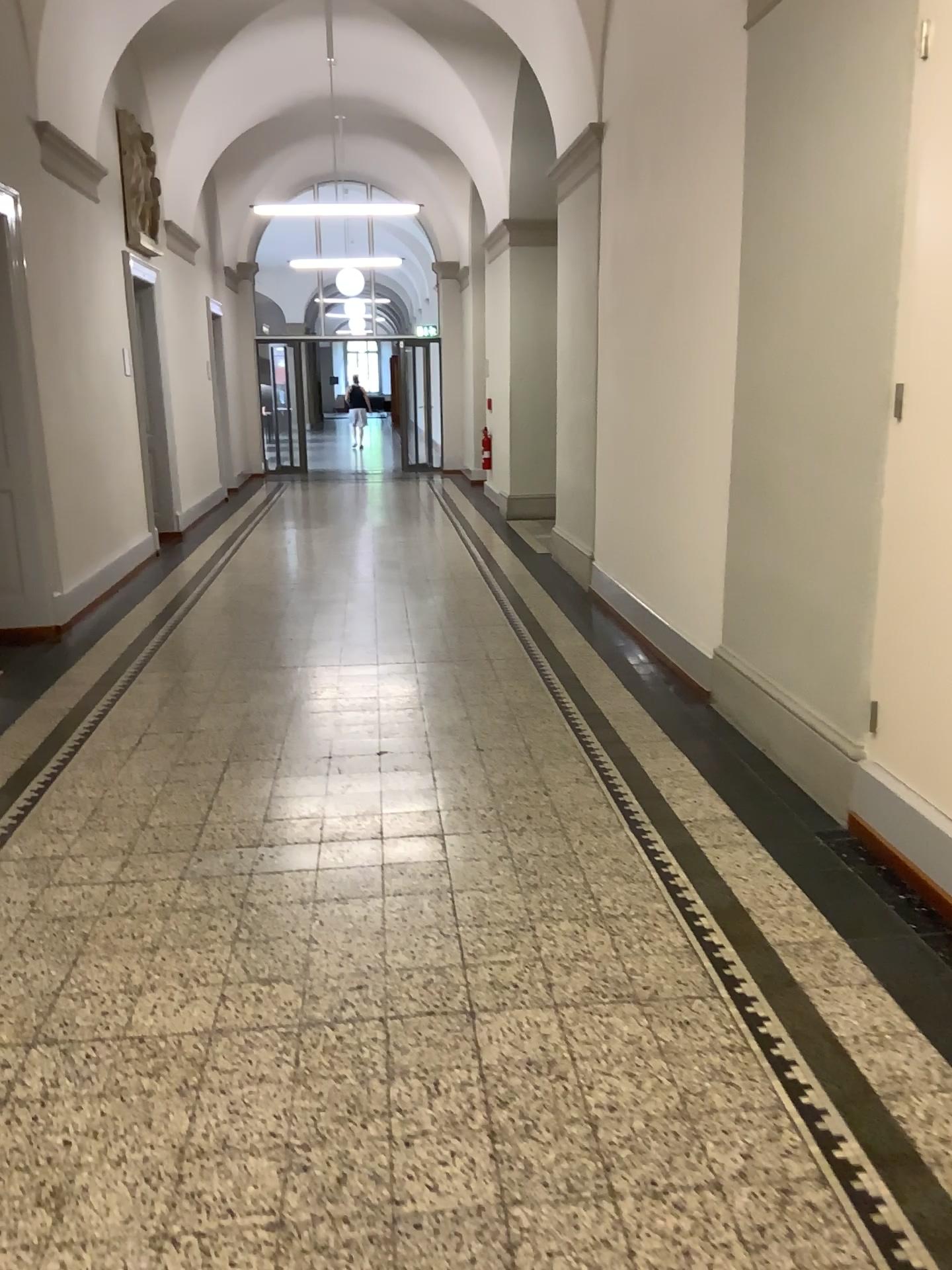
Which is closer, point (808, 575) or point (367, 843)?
point (367, 843)
